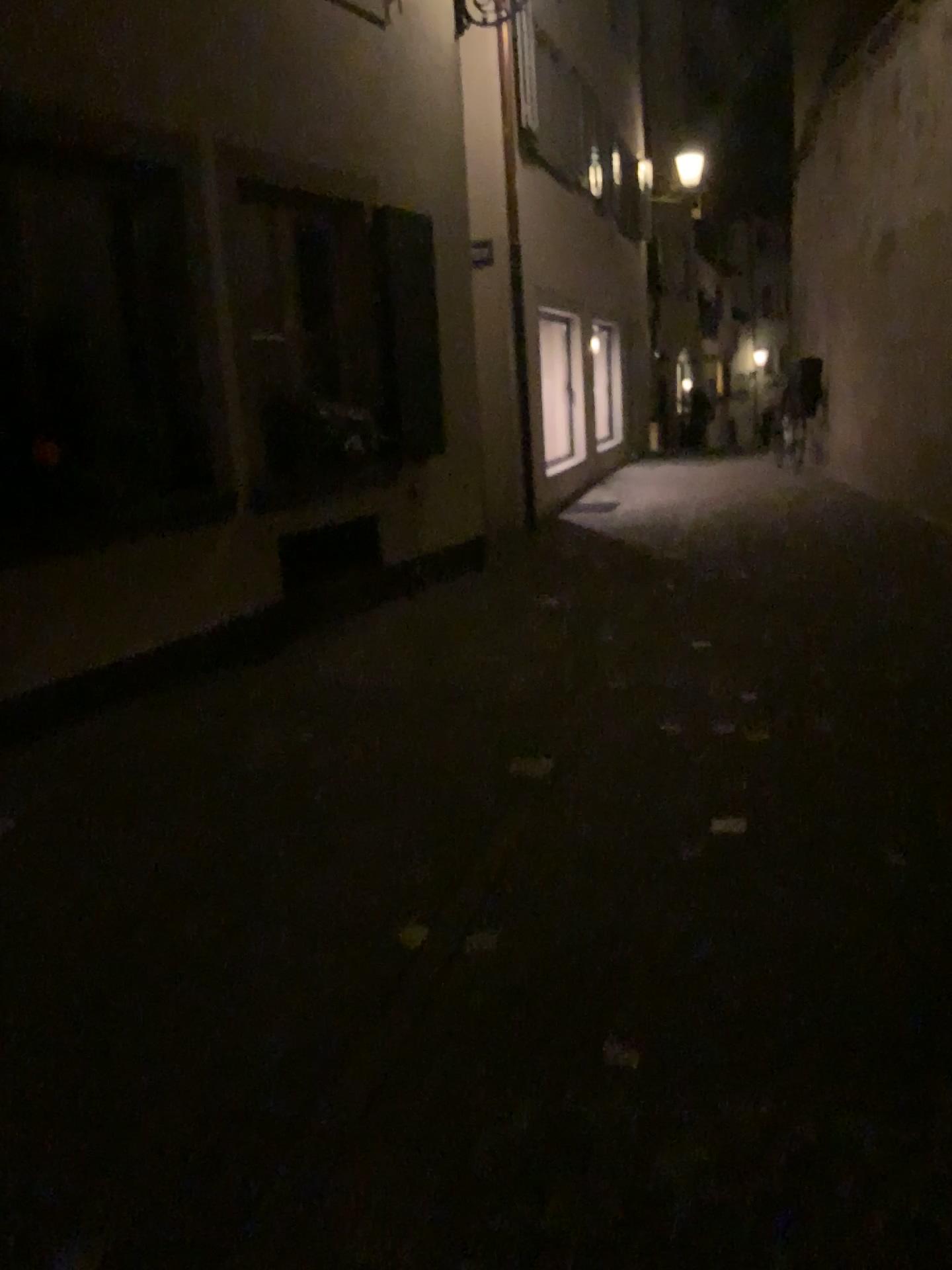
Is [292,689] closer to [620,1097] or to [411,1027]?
[411,1027]
